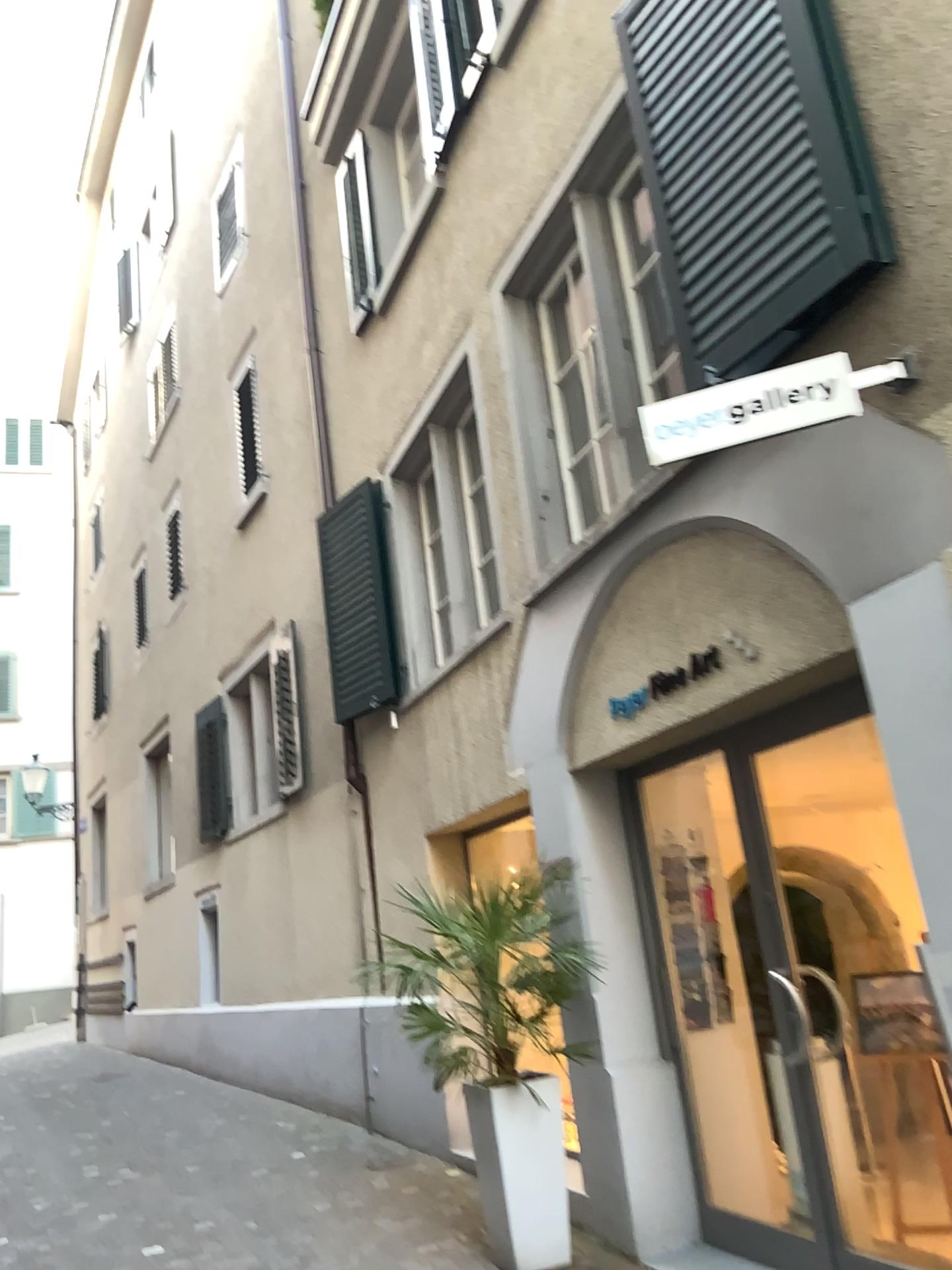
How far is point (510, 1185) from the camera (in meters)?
4.19

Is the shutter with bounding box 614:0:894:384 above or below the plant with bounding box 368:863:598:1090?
above

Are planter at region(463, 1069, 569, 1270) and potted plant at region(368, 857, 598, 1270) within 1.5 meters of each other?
yes

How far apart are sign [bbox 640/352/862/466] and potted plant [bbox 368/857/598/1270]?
2.1 meters

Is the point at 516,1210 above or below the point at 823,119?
below

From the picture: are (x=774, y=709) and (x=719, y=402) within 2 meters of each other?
yes

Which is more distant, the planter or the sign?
the planter

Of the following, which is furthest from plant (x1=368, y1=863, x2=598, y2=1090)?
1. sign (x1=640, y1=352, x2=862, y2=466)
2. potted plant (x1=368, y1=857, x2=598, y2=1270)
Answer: sign (x1=640, y1=352, x2=862, y2=466)

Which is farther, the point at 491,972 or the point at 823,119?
the point at 491,972

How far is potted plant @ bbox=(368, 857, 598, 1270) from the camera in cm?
419
